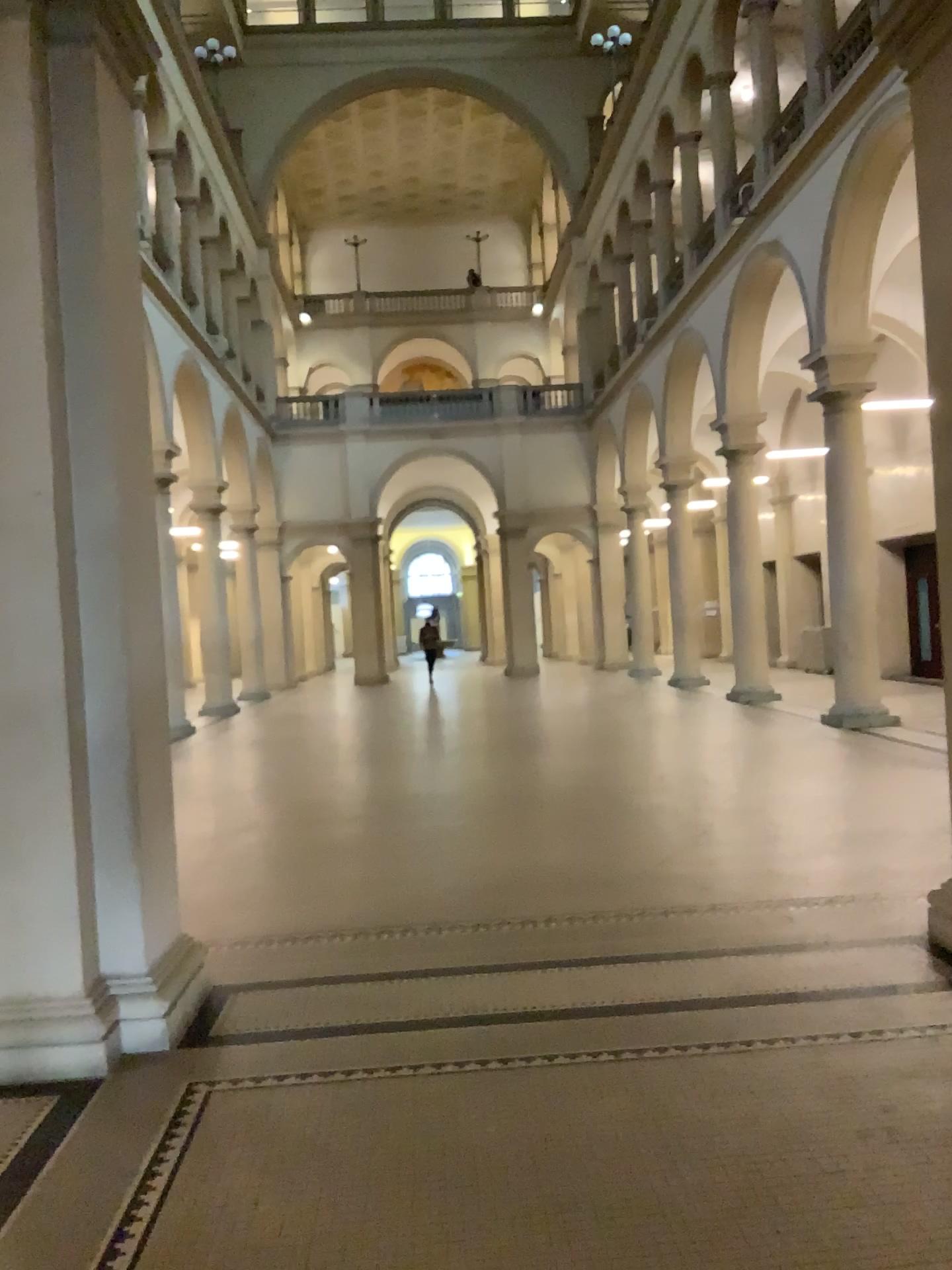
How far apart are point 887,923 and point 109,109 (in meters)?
4.98
